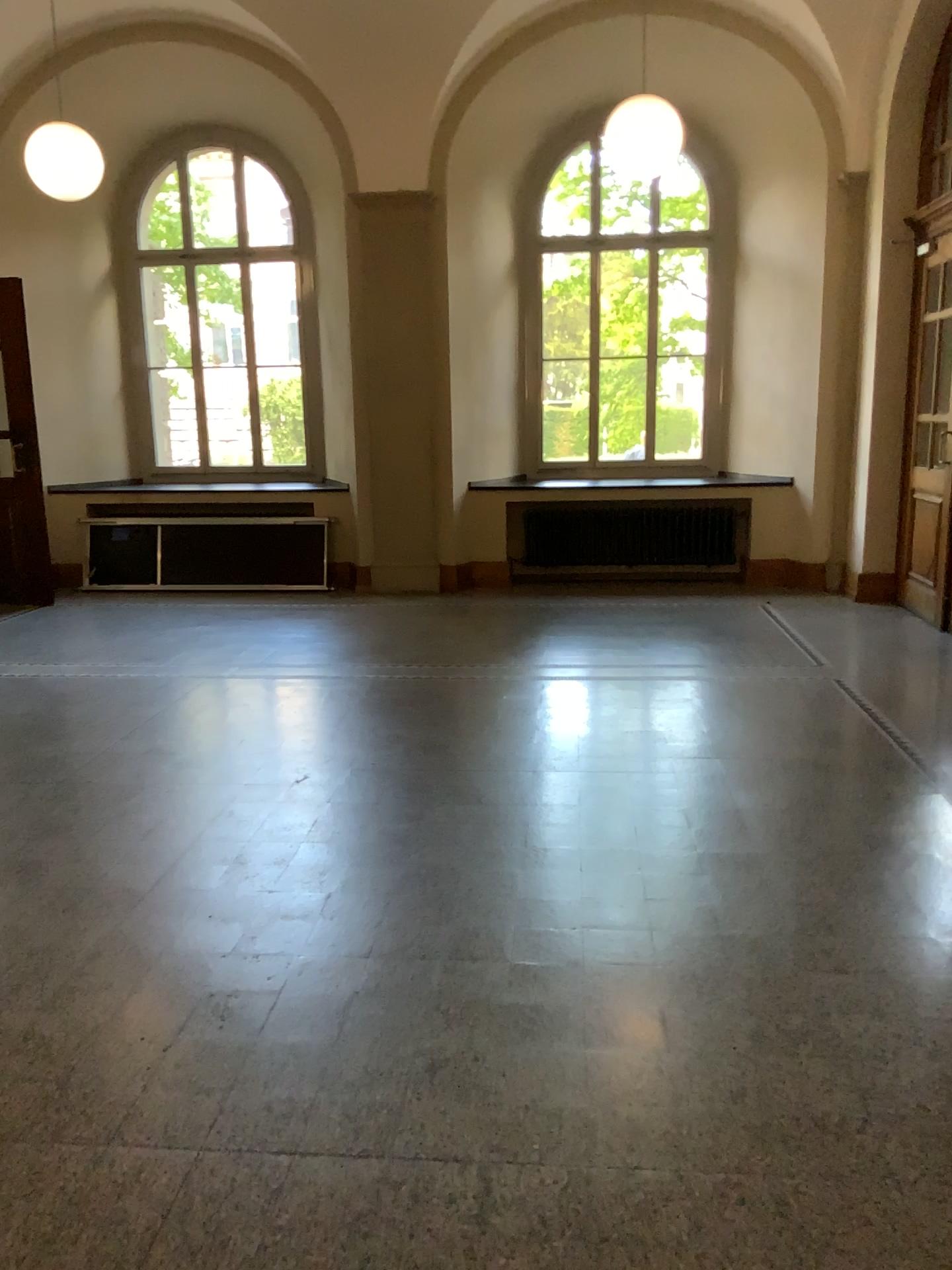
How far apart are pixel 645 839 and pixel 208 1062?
1.8m
